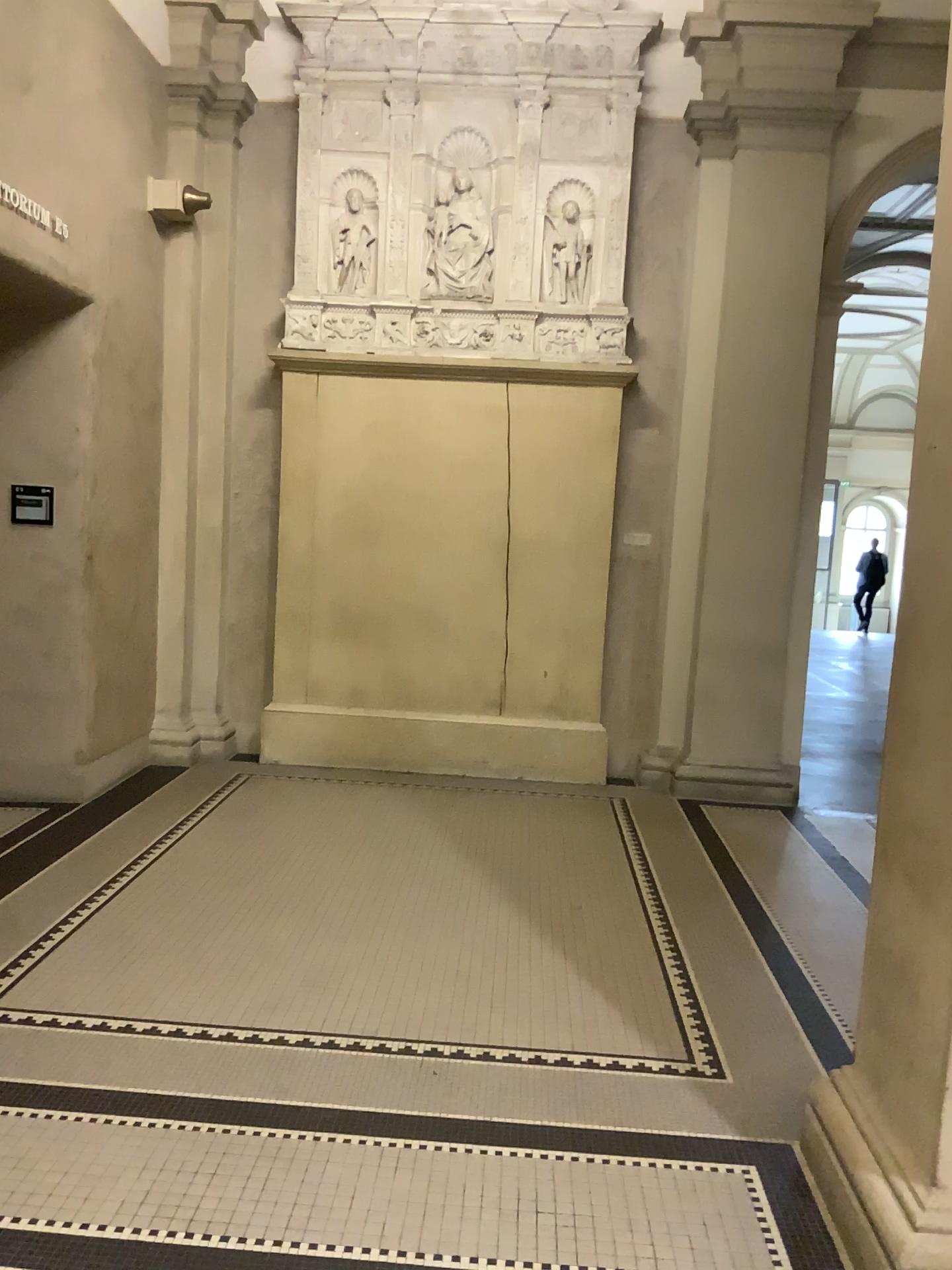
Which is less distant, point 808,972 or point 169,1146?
point 169,1146
